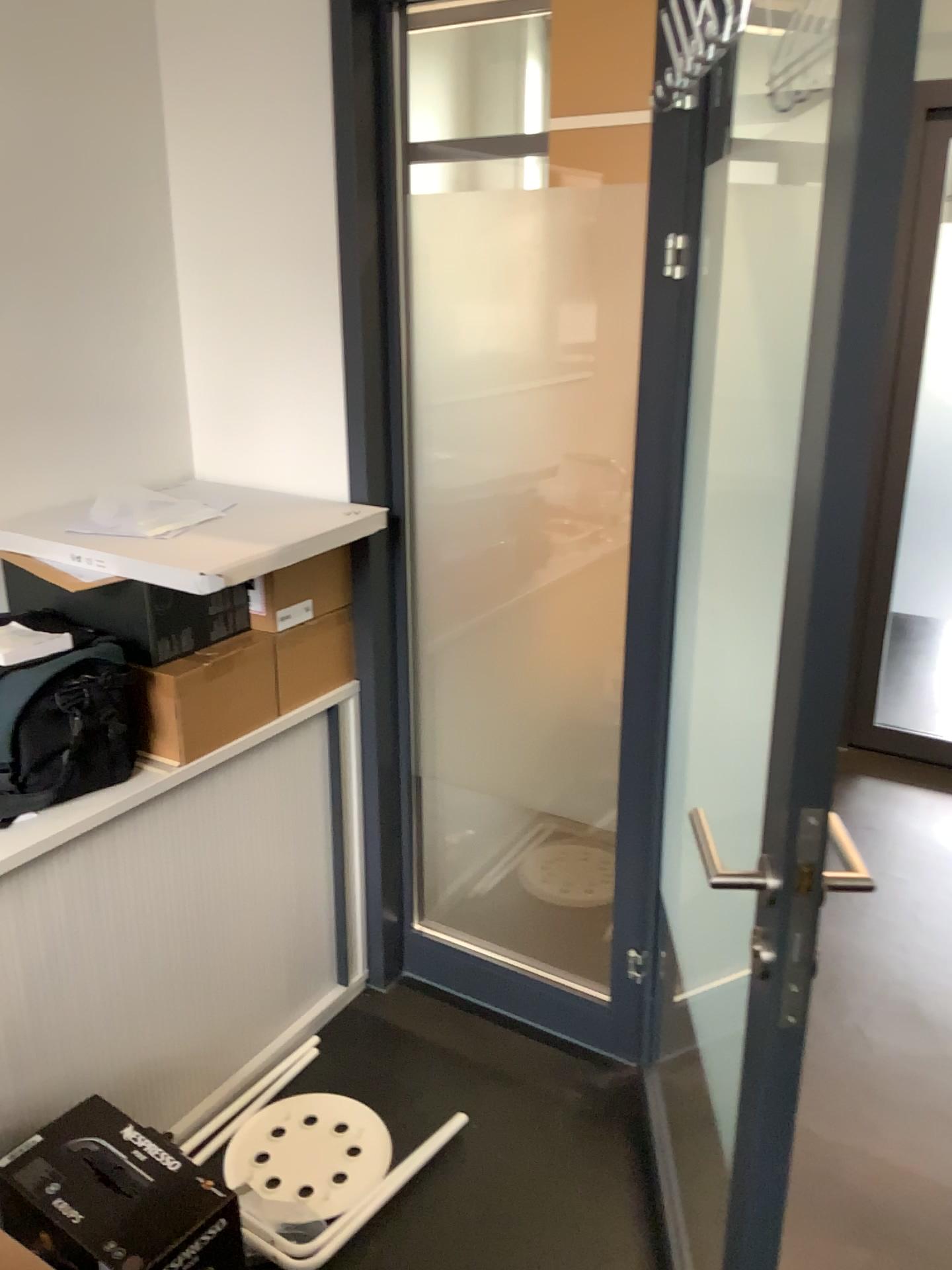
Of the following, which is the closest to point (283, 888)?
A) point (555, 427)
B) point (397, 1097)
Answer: point (397, 1097)

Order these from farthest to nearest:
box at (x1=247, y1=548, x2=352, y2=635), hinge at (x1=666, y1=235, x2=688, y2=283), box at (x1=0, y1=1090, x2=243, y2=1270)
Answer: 1. box at (x1=247, y1=548, x2=352, y2=635)
2. hinge at (x1=666, y1=235, x2=688, y2=283)
3. box at (x1=0, y1=1090, x2=243, y2=1270)

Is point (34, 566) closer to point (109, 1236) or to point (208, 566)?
Result: point (208, 566)

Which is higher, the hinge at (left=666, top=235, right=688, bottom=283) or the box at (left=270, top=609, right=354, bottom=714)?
the hinge at (left=666, top=235, right=688, bottom=283)

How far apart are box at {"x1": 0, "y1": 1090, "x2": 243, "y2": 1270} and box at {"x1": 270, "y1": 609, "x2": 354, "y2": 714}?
0.8 meters

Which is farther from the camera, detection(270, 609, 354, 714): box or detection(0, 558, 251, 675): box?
detection(270, 609, 354, 714): box

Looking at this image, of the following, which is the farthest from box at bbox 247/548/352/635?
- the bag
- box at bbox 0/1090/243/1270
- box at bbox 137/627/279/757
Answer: box at bbox 0/1090/243/1270

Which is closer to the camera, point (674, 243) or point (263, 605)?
point (674, 243)

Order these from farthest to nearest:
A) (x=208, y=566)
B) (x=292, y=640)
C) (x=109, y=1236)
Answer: (x=292, y=640) < (x=208, y=566) < (x=109, y=1236)

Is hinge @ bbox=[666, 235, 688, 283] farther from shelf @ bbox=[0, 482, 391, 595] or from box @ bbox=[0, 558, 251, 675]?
box @ bbox=[0, 558, 251, 675]
